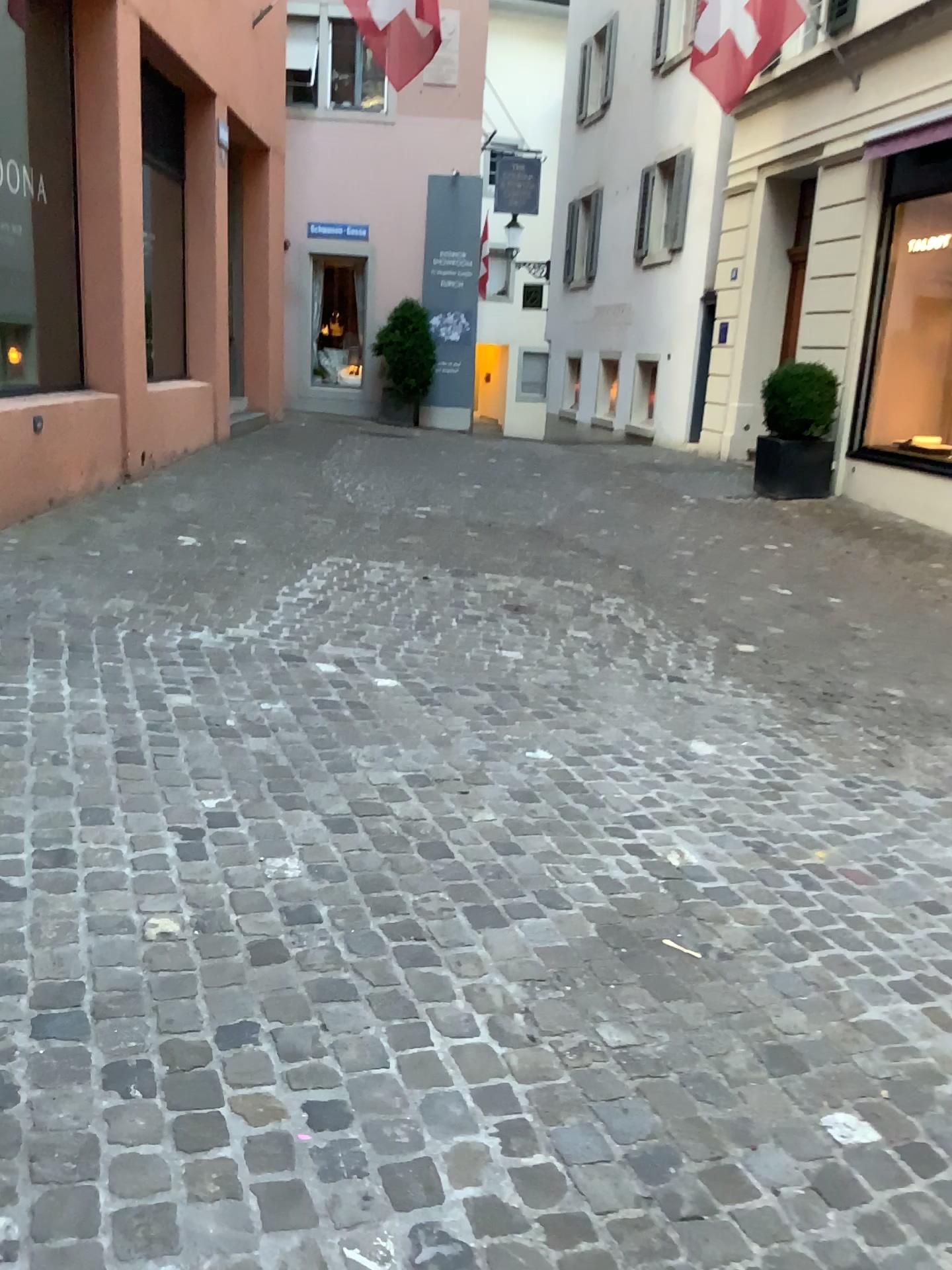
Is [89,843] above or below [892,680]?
above
